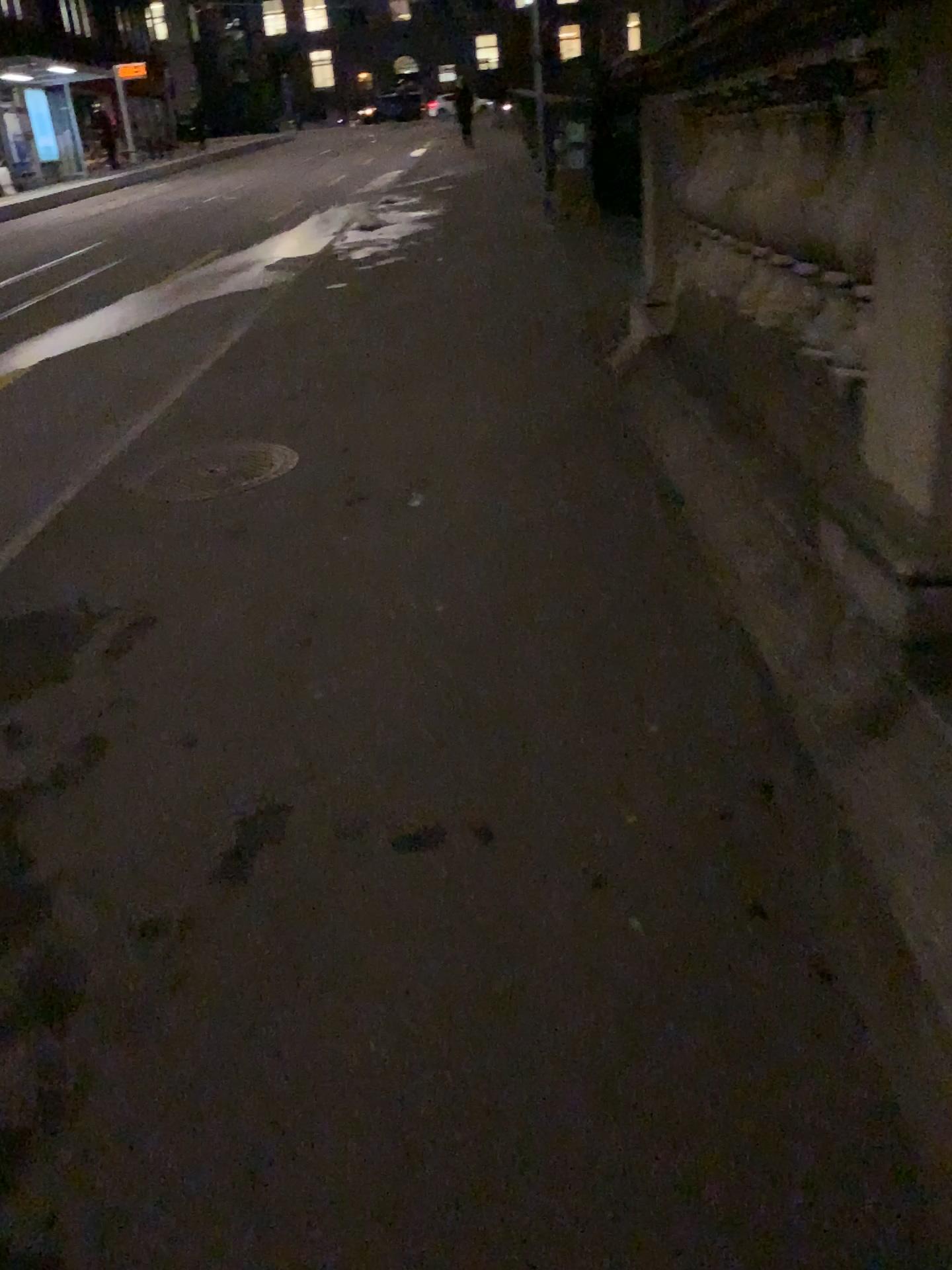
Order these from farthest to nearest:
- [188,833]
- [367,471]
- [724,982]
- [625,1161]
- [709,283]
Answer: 1. [367,471]
2. [709,283]
3. [188,833]
4. [724,982]
5. [625,1161]
